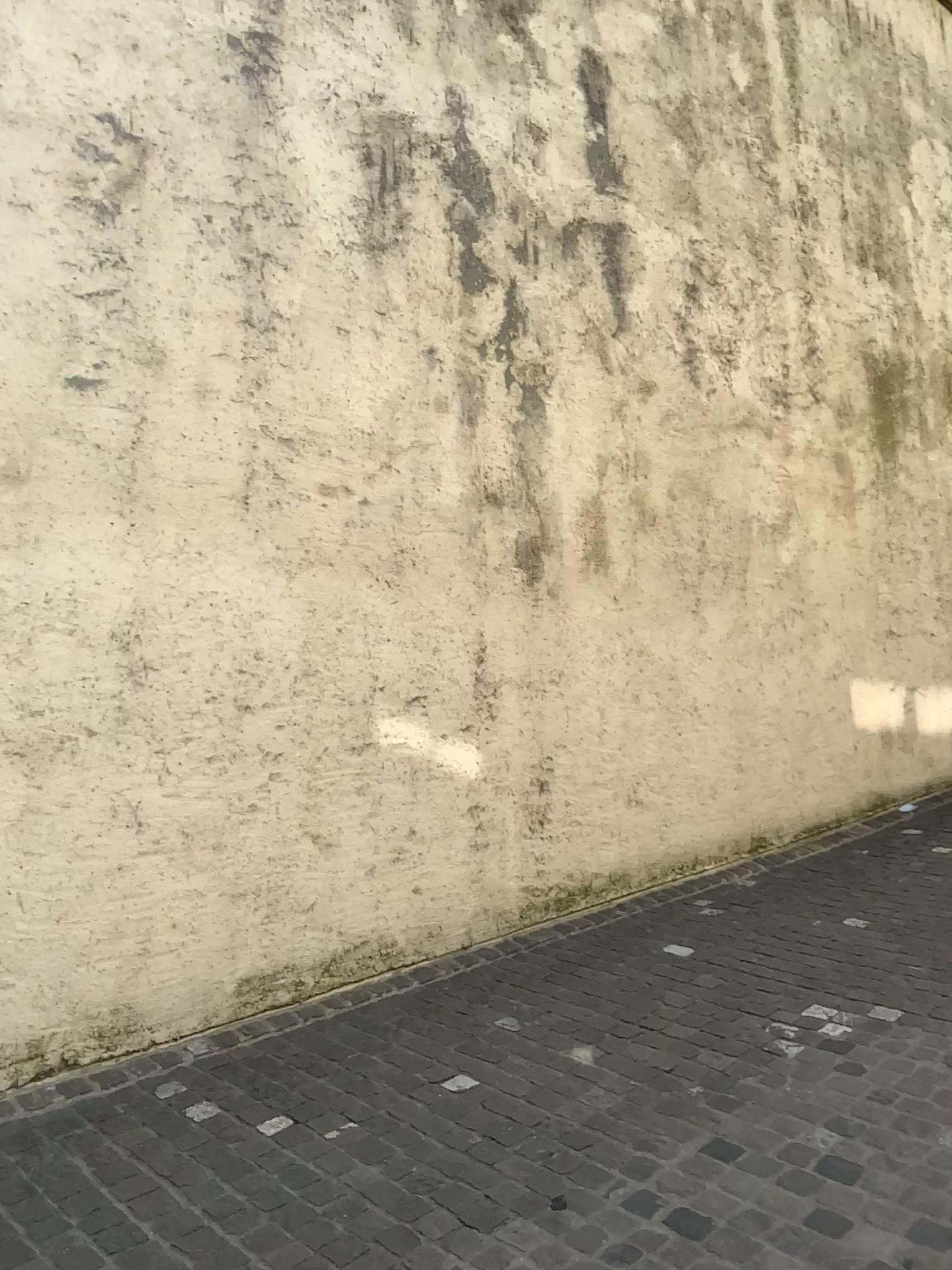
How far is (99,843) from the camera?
3.4 meters
